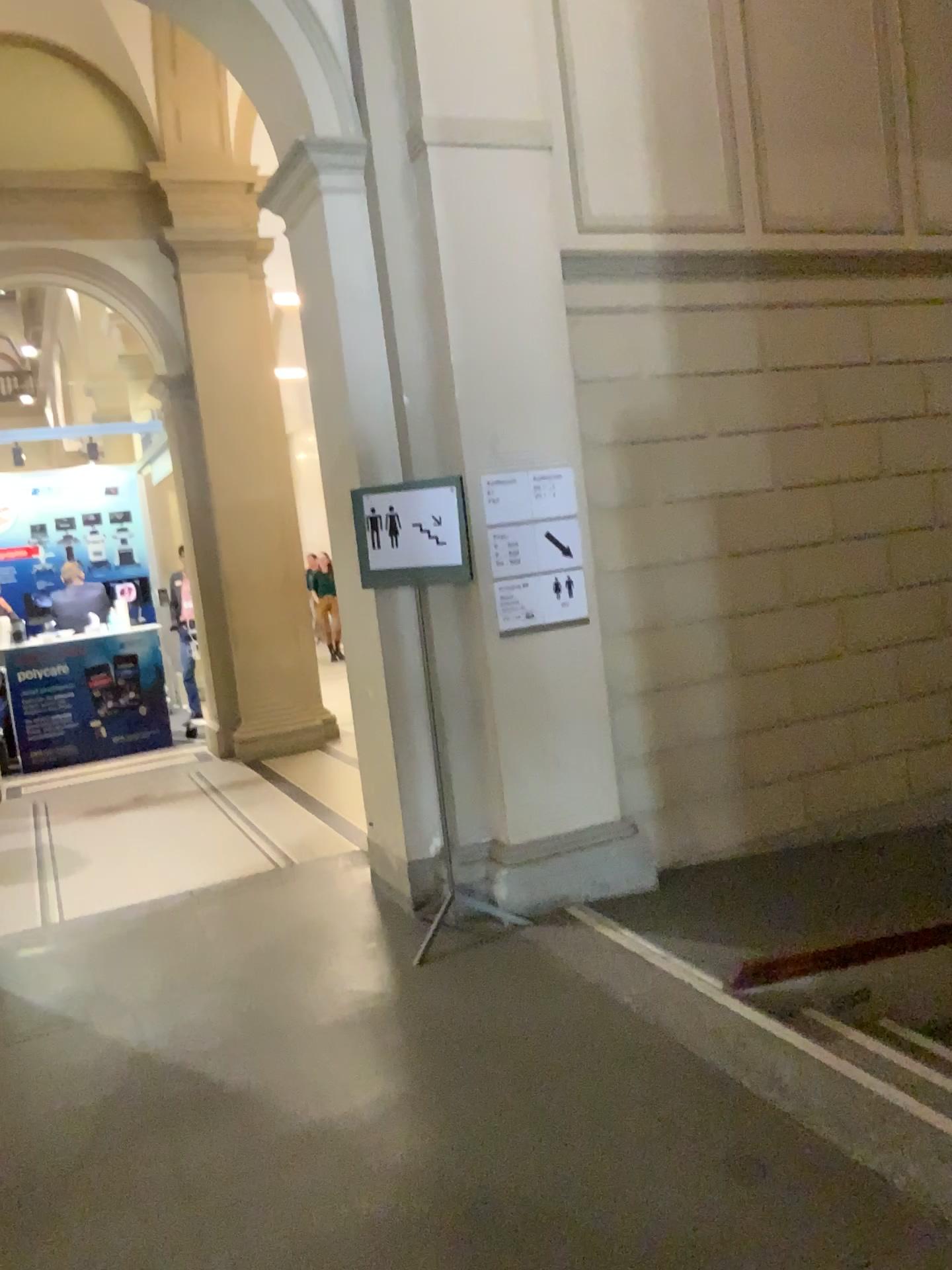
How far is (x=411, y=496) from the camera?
4.1 meters

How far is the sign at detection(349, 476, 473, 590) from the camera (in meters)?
4.05

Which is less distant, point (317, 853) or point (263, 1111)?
point (263, 1111)
